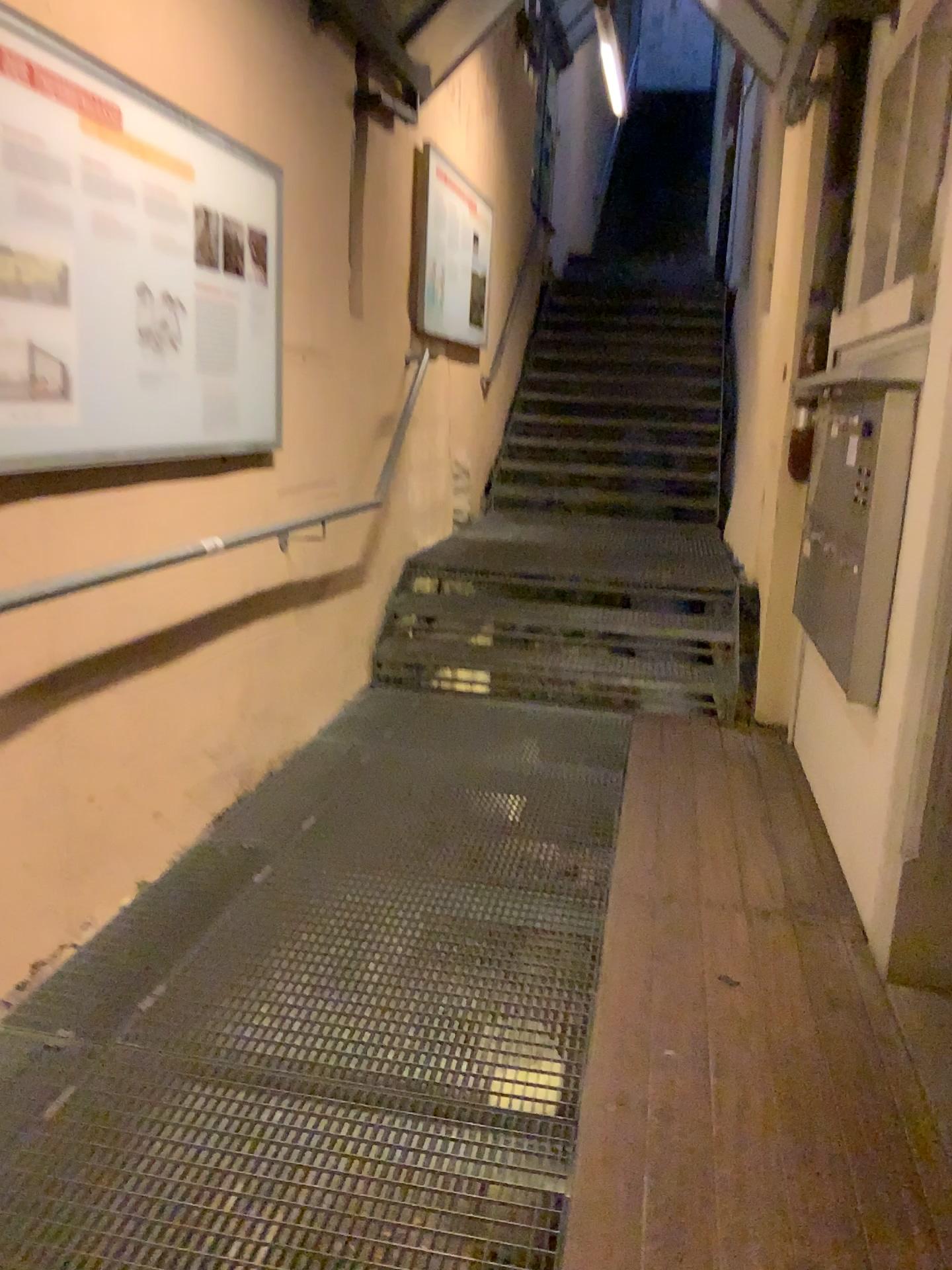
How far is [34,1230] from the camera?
1.6m

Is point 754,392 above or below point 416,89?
below

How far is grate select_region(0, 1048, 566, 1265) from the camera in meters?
1.6 m
